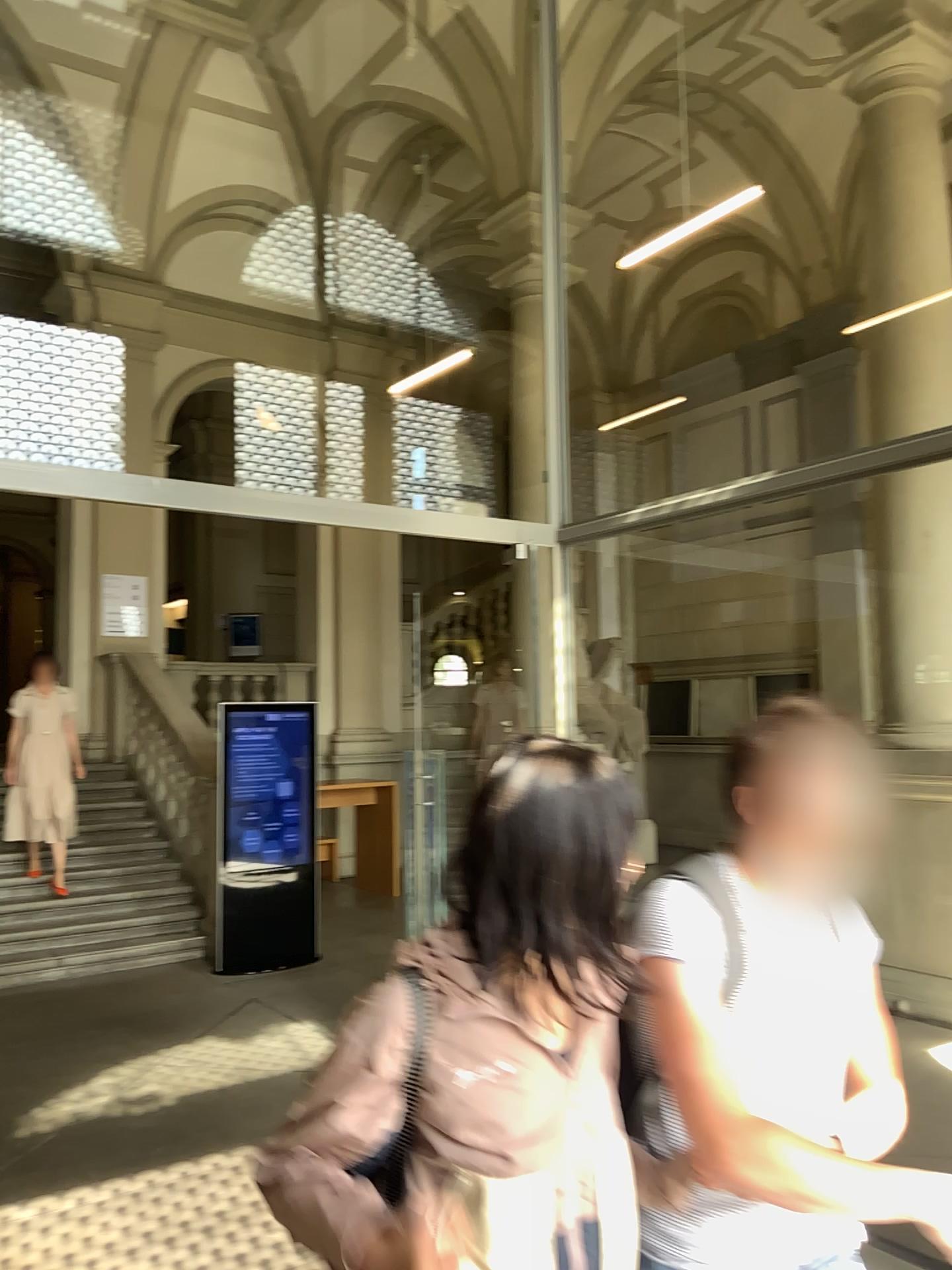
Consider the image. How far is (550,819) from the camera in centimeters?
127cm

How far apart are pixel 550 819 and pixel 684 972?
0.40m

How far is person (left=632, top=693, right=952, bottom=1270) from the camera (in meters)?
1.50

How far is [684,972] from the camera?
1.5m

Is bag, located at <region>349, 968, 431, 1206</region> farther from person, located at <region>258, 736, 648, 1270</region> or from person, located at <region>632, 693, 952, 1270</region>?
person, located at <region>632, 693, 952, 1270</region>

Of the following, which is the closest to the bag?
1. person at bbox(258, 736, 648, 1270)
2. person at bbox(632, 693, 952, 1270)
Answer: person at bbox(258, 736, 648, 1270)

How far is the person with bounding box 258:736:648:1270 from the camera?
1.3m

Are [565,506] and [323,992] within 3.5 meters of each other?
no
